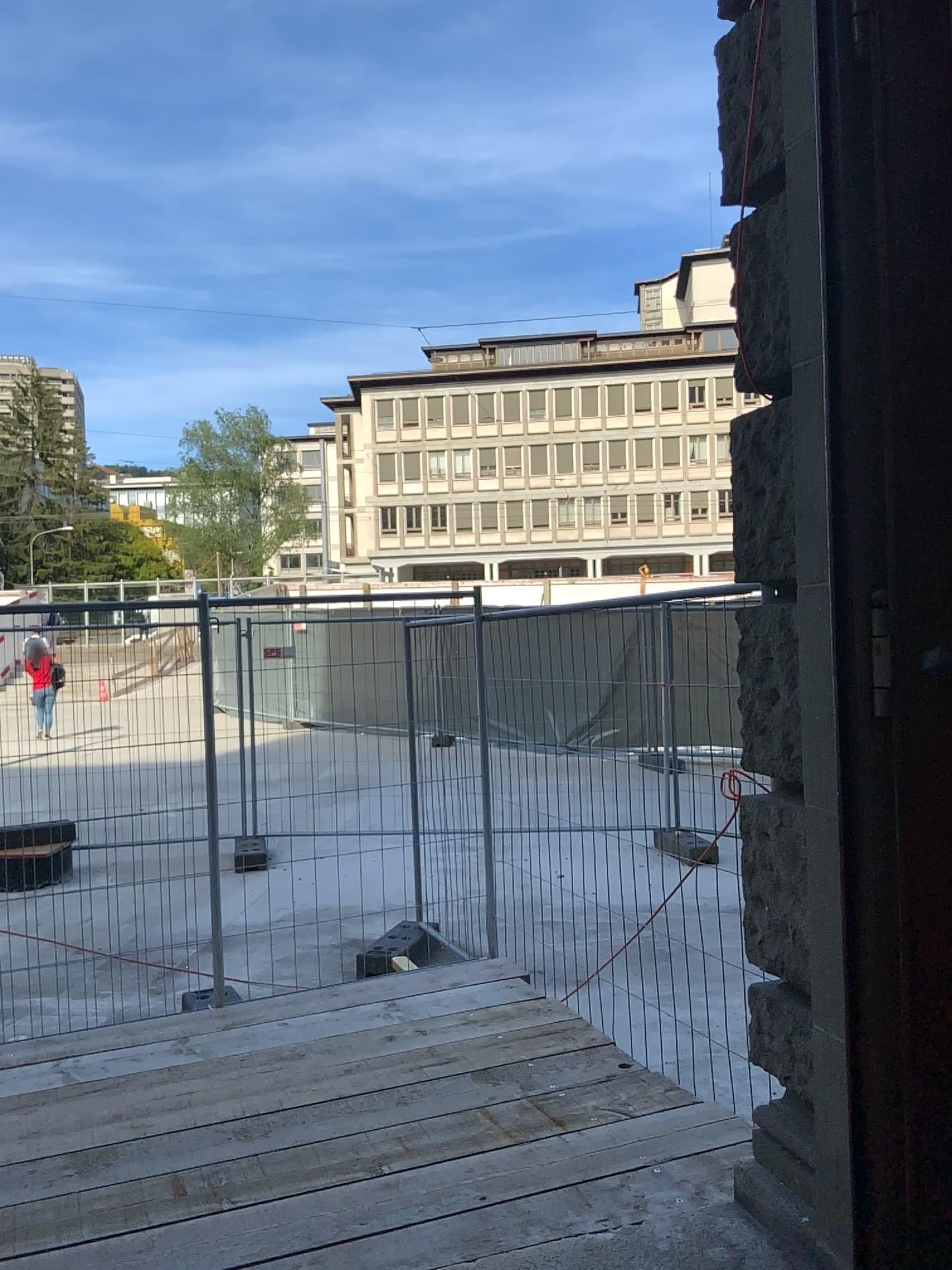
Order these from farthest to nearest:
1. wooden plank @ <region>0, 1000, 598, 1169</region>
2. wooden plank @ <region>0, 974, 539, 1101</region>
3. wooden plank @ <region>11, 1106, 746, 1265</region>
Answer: wooden plank @ <region>0, 974, 539, 1101</region>
wooden plank @ <region>0, 1000, 598, 1169</region>
wooden plank @ <region>11, 1106, 746, 1265</region>

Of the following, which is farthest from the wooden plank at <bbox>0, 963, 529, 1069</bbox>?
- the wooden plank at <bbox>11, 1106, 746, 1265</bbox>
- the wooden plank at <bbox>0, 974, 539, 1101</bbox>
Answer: the wooden plank at <bbox>11, 1106, 746, 1265</bbox>

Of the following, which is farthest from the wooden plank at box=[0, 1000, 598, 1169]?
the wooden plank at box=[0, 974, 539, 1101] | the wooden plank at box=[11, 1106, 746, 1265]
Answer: the wooden plank at box=[11, 1106, 746, 1265]

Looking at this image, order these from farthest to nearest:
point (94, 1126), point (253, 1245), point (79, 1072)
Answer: point (79, 1072), point (94, 1126), point (253, 1245)

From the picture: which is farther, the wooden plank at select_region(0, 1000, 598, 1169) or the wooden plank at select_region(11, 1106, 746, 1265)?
the wooden plank at select_region(0, 1000, 598, 1169)

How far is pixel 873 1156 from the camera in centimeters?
197cm

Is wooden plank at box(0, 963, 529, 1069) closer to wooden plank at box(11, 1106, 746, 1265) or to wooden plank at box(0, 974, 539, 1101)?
wooden plank at box(0, 974, 539, 1101)

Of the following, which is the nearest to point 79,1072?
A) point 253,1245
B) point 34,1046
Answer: point 34,1046

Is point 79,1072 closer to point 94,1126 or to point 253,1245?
point 94,1126

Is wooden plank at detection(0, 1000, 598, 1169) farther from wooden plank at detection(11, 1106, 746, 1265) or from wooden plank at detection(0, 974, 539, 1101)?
wooden plank at detection(11, 1106, 746, 1265)
